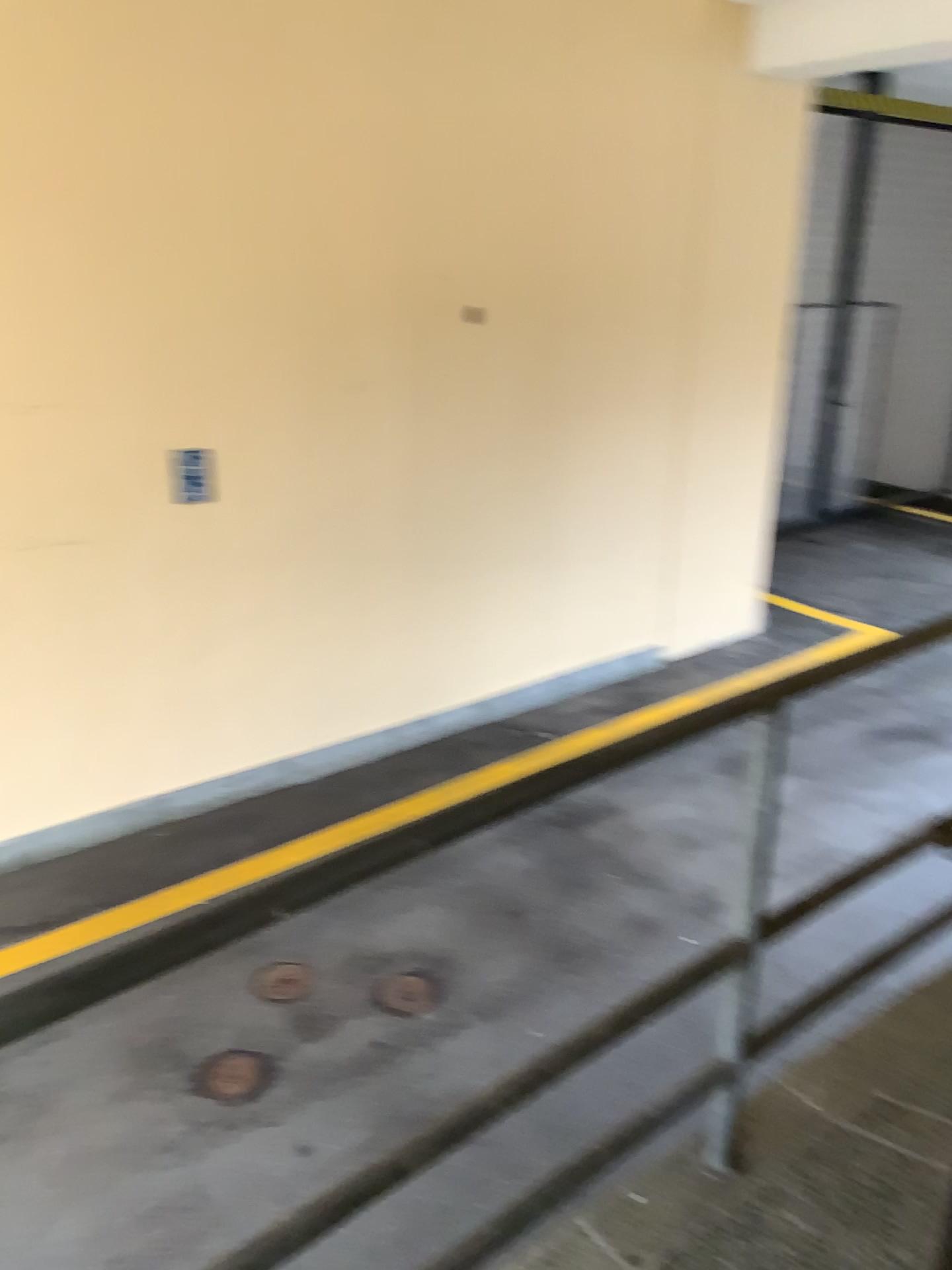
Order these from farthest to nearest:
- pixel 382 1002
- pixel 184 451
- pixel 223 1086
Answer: pixel 184 451, pixel 382 1002, pixel 223 1086

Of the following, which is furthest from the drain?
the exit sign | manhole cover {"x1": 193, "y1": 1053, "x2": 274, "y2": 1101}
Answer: the exit sign

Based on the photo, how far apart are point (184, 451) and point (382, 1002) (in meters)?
2.33

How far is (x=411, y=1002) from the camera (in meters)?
3.62

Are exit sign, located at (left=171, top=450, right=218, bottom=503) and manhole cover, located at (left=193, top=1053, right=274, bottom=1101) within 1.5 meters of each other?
no

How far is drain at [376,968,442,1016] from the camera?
3.6m

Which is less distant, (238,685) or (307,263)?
(307,263)

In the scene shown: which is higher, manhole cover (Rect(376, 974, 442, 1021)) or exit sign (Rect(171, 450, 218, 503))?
exit sign (Rect(171, 450, 218, 503))

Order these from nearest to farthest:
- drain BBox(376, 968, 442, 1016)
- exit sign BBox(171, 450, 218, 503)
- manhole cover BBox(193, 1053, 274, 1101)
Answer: manhole cover BBox(193, 1053, 274, 1101) → drain BBox(376, 968, 442, 1016) → exit sign BBox(171, 450, 218, 503)

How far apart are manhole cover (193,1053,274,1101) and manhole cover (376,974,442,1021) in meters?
0.4
